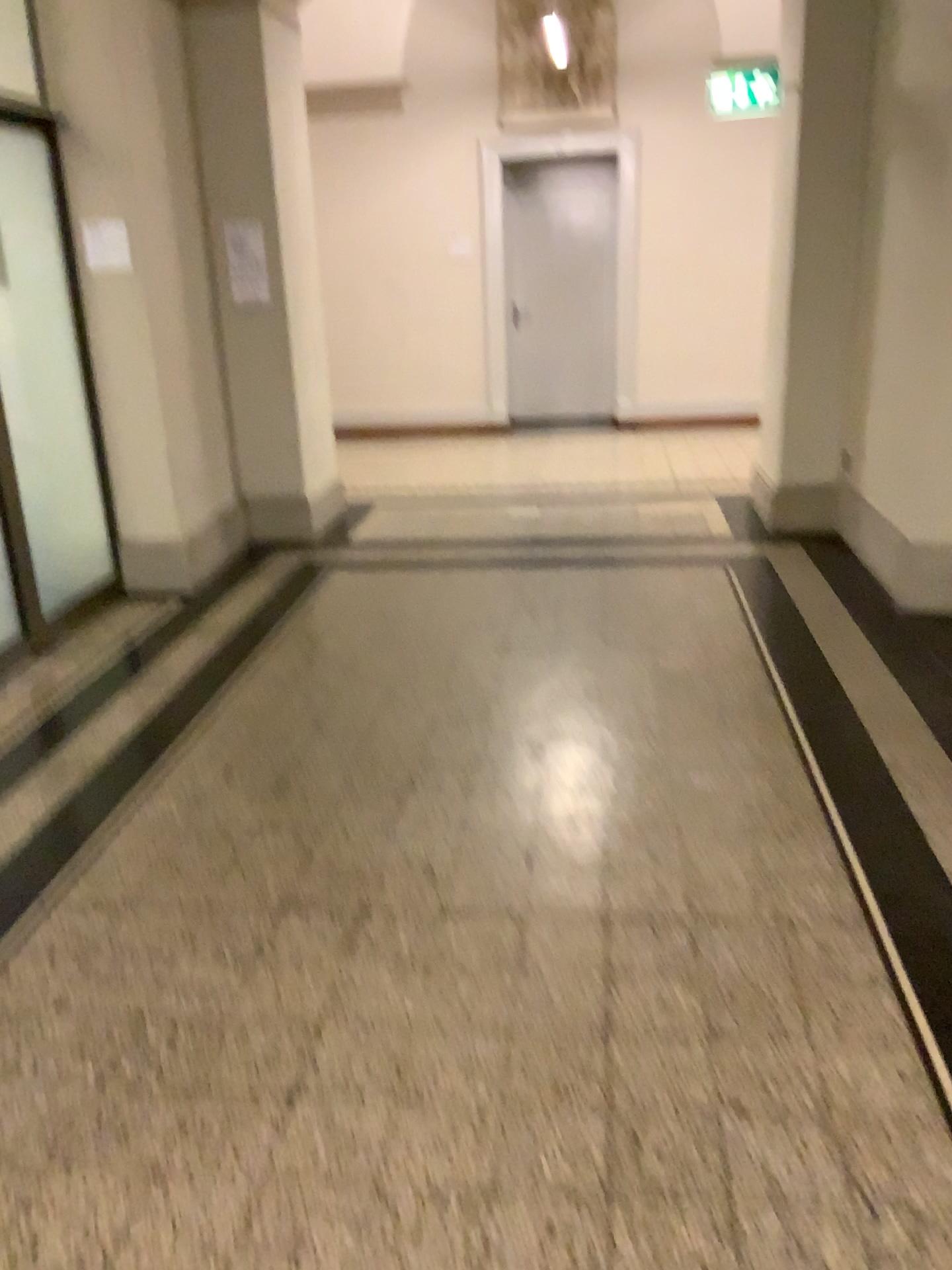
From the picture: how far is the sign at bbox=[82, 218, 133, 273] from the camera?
4.72m

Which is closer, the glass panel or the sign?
the glass panel

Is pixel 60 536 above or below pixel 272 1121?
above

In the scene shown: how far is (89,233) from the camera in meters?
4.7 m

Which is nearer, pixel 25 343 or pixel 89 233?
pixel 25 343

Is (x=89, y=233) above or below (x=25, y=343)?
above

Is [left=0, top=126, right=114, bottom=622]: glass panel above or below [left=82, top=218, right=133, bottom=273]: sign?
below
